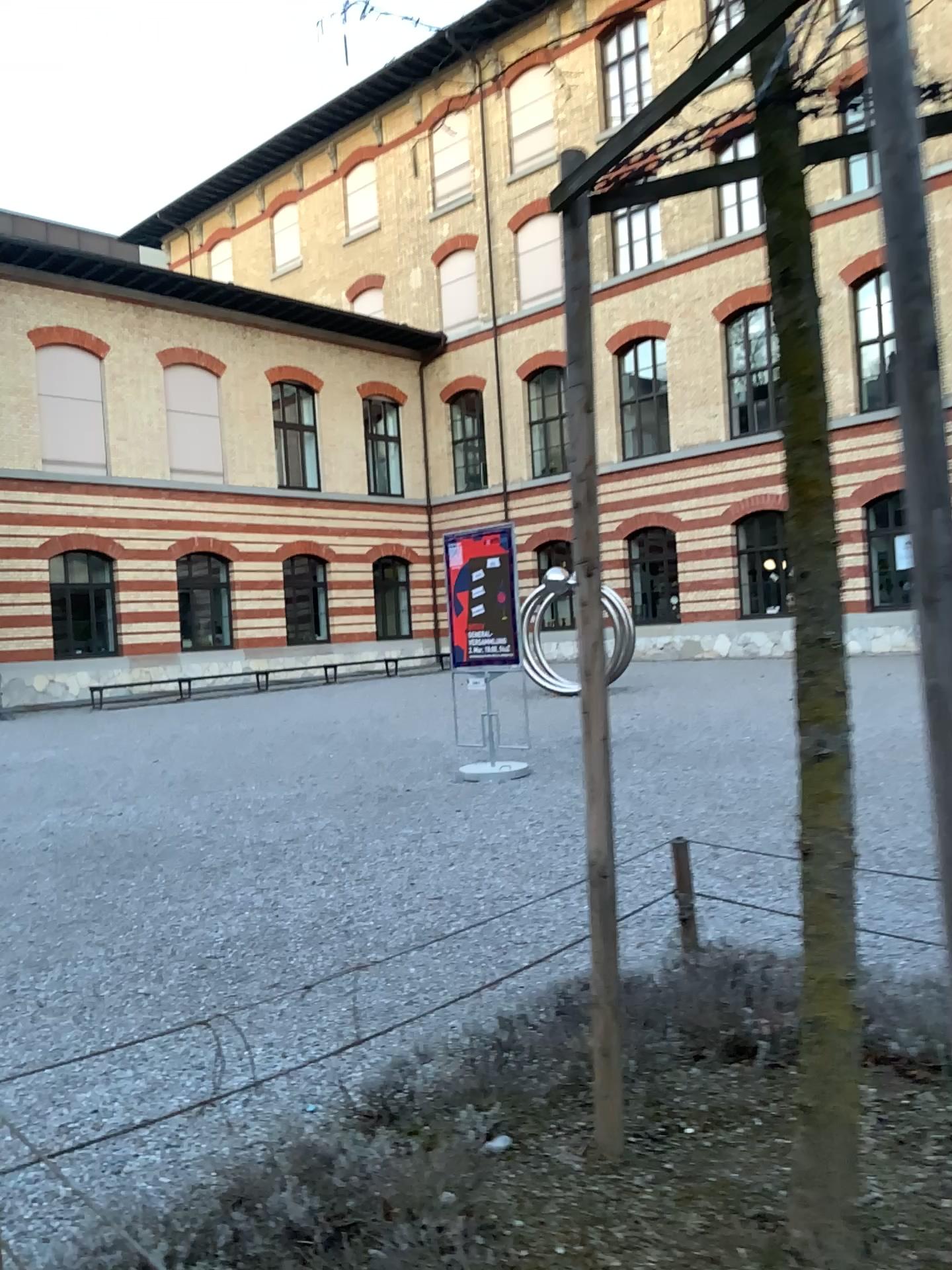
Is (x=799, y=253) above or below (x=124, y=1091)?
above
